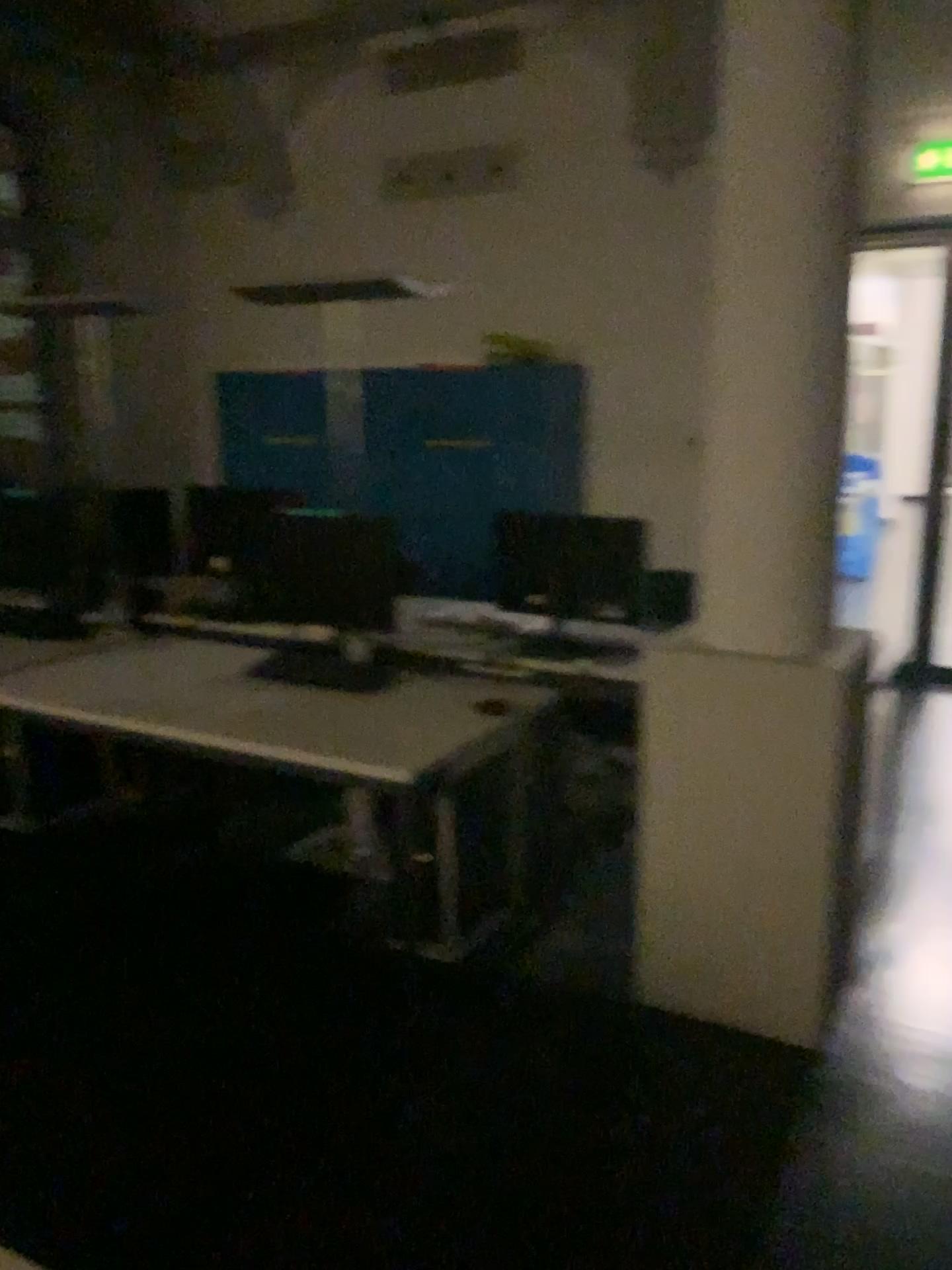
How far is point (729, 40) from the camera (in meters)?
2.34

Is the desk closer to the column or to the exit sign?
the column

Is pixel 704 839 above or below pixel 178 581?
below

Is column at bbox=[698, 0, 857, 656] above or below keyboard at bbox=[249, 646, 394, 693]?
above

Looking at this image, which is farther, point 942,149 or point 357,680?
point 357,680

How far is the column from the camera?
2.3 meters

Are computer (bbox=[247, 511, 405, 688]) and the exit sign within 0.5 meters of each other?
no

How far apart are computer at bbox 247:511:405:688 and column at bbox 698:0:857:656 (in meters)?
1.09

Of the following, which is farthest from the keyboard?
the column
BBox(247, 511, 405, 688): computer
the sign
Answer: the sign

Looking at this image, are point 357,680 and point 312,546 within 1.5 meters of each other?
yes
